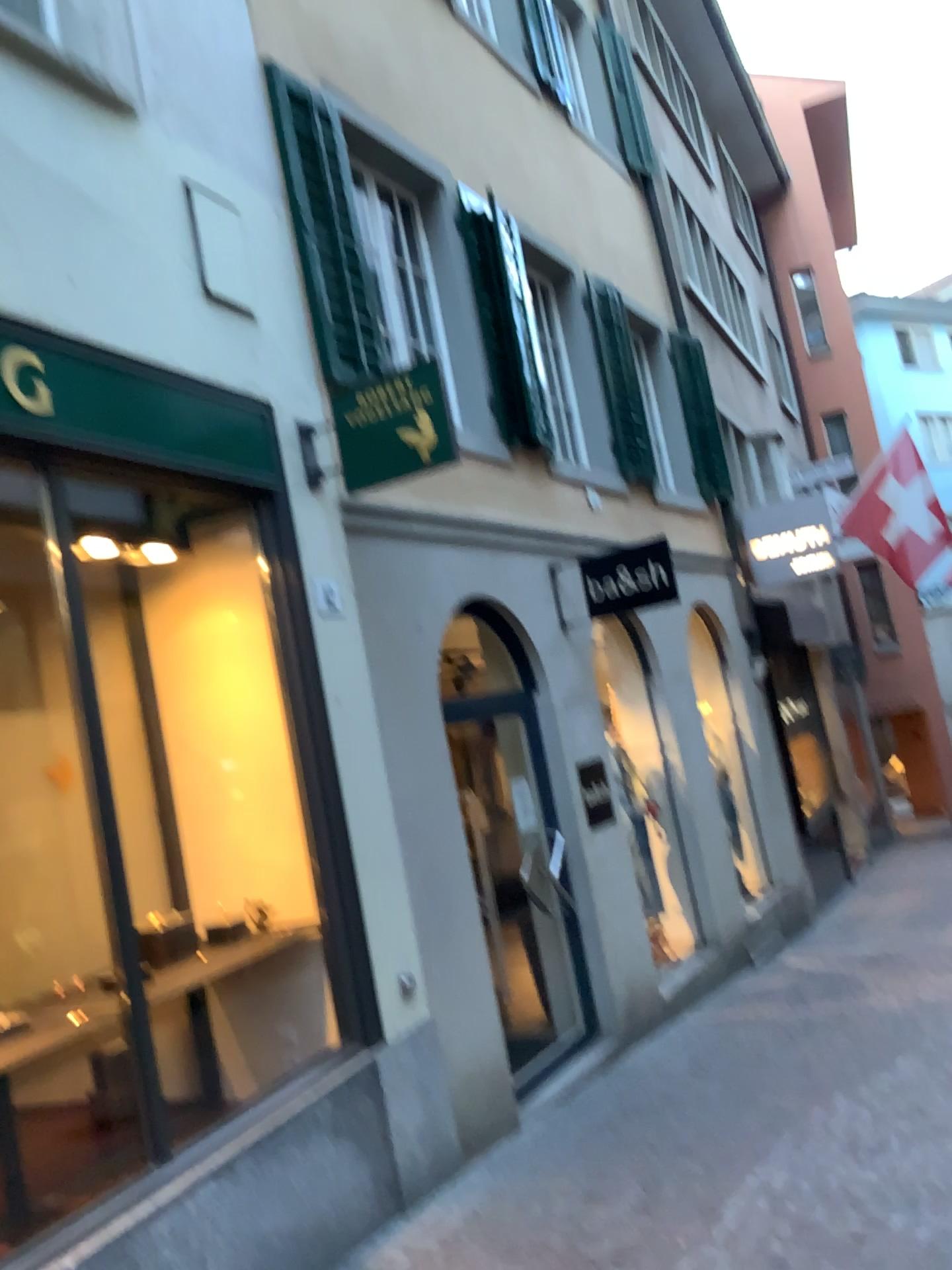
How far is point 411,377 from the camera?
4.53m

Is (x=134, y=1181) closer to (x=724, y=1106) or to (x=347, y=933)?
(x=347, y=933)

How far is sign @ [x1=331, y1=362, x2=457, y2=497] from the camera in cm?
453
